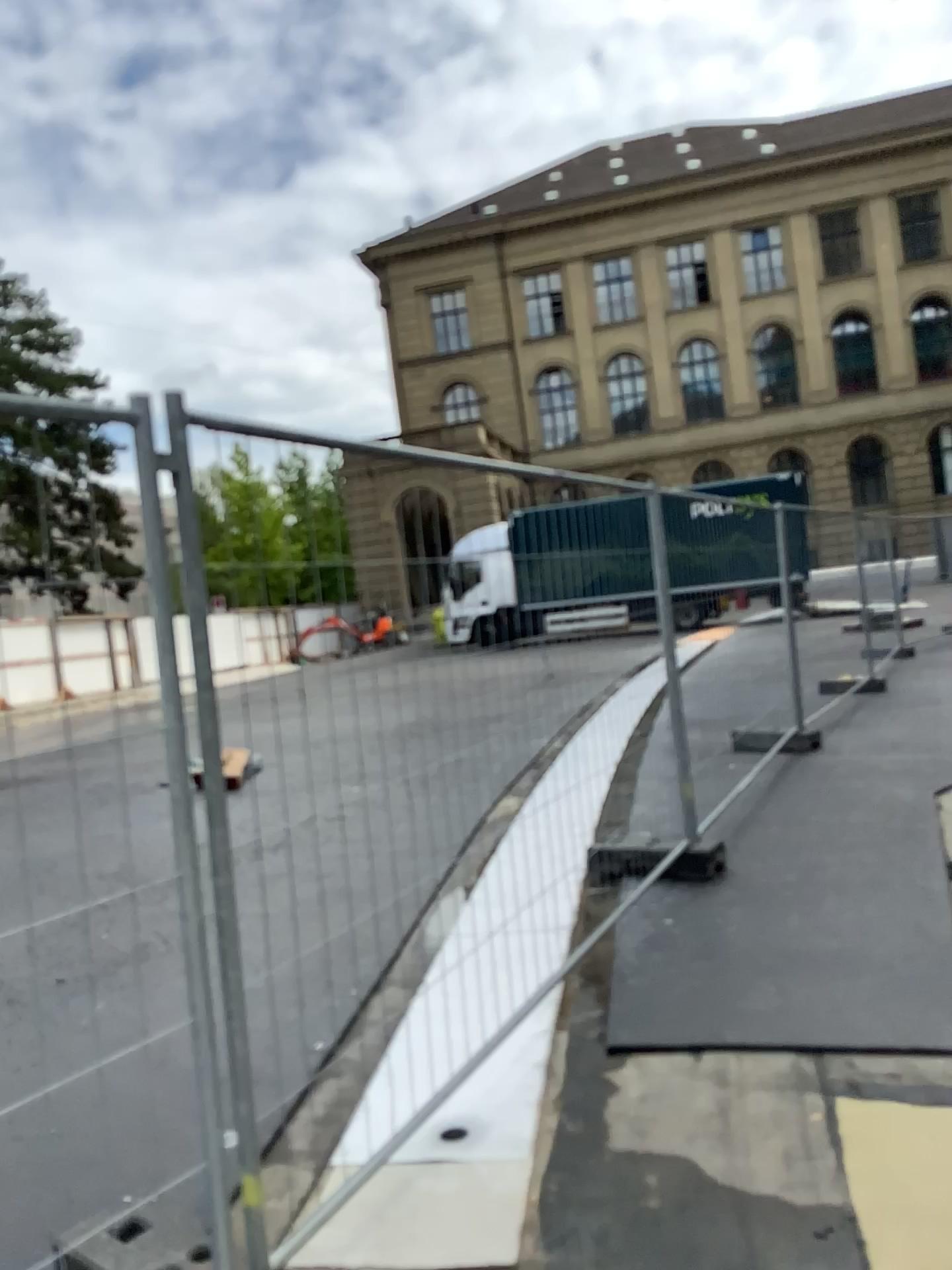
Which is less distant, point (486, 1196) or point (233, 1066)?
point (233, 1066)
